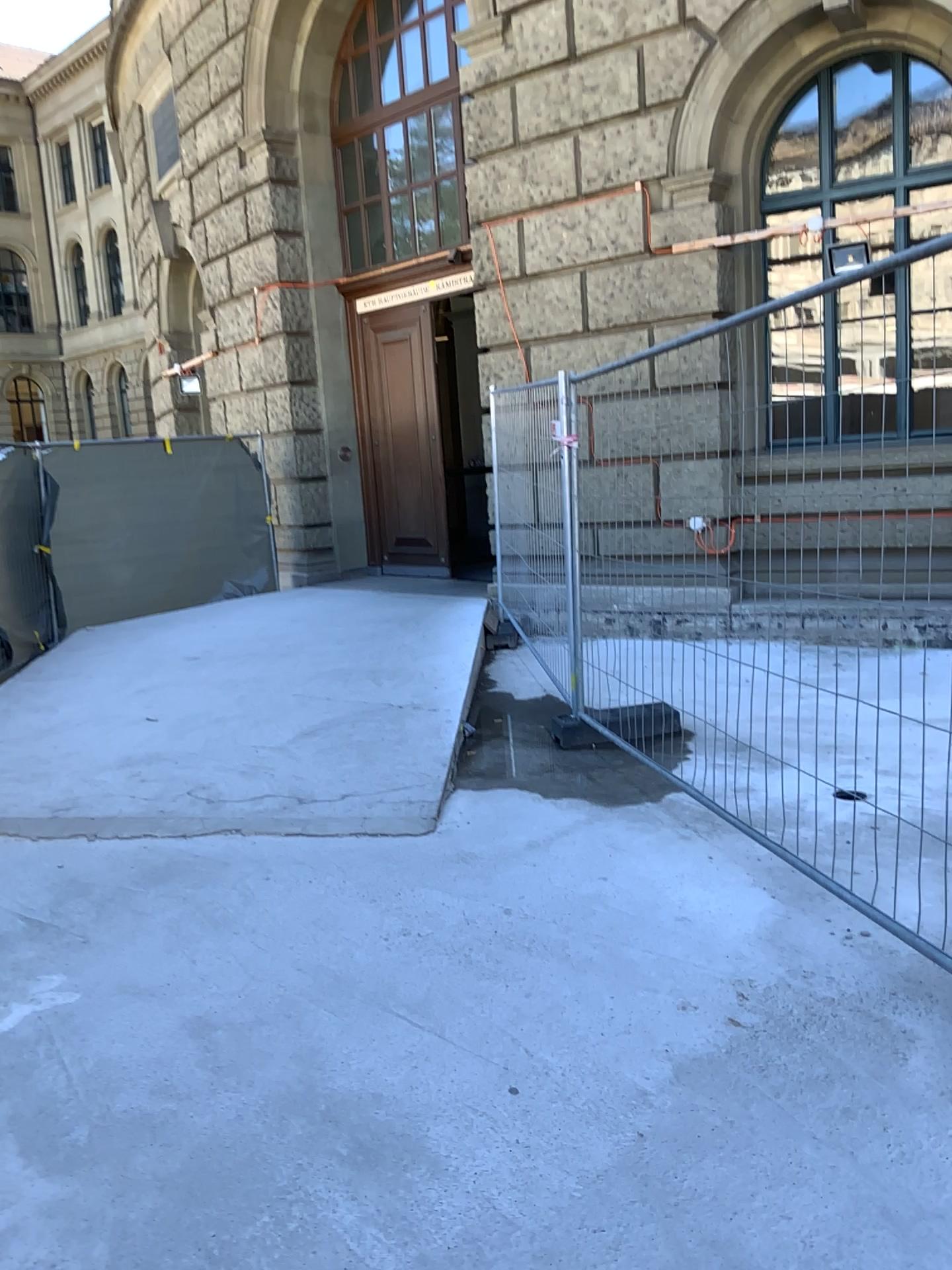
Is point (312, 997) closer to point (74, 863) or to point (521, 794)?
point (74, 863)
